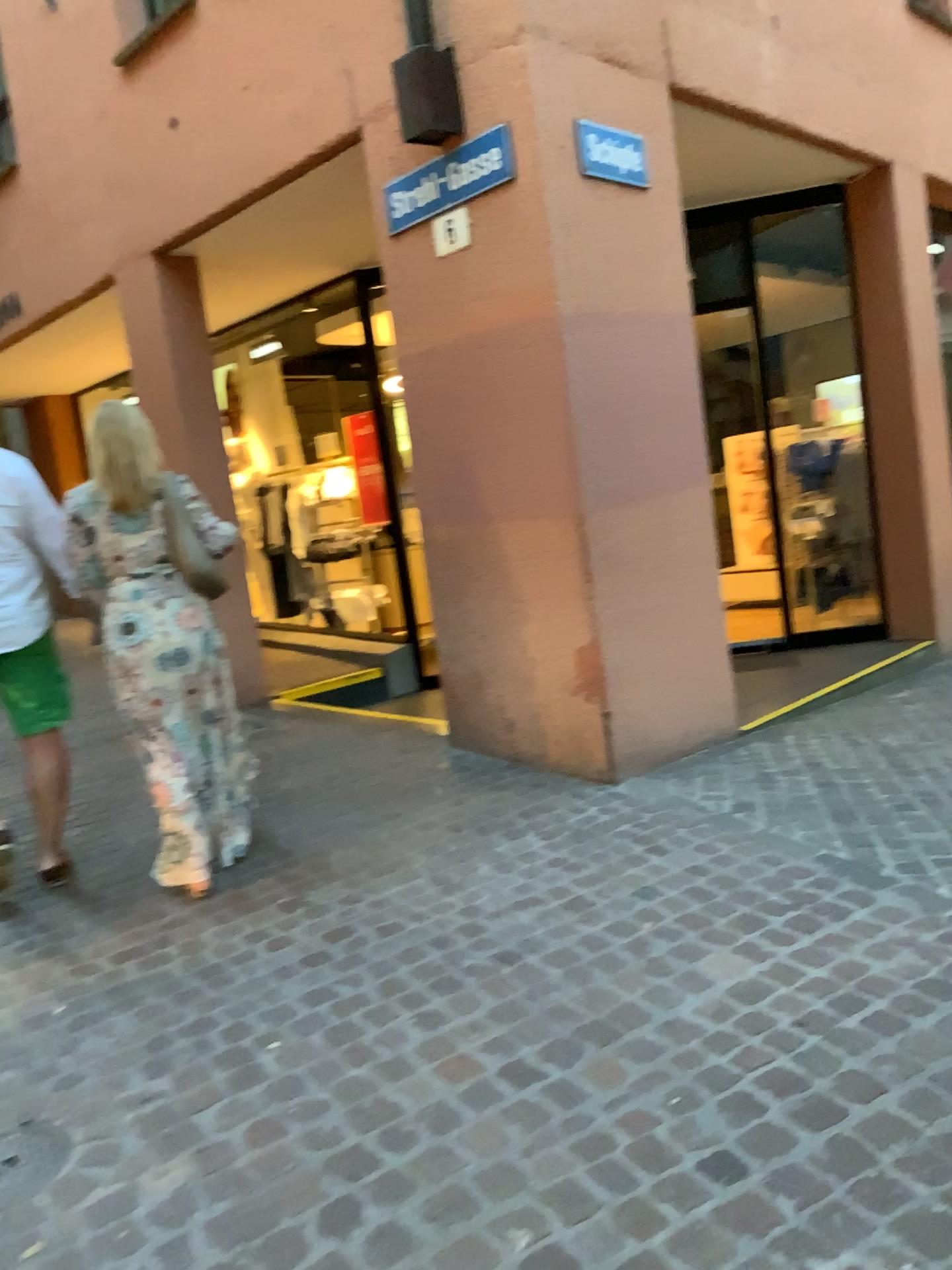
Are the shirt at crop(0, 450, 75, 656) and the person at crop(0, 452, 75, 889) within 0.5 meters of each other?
yes

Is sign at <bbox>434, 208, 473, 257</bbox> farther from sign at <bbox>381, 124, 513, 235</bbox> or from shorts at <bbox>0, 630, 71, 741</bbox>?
shorts at <bbox>0, 630, 71, 741</bbox>

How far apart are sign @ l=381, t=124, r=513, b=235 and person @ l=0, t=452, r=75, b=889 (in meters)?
1.84

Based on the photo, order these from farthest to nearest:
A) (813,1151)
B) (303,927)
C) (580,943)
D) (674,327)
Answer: (674,327) → (303,927) → (580,943) → (813,1151)

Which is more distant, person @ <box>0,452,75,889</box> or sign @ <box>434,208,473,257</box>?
sign @ <box>434,208,473,257</box>

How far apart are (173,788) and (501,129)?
2.7m

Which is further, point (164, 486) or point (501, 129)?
point (501, 129)

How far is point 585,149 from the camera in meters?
4.3 m

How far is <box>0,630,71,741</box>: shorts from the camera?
3.66m

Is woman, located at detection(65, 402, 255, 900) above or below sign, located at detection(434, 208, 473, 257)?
below
